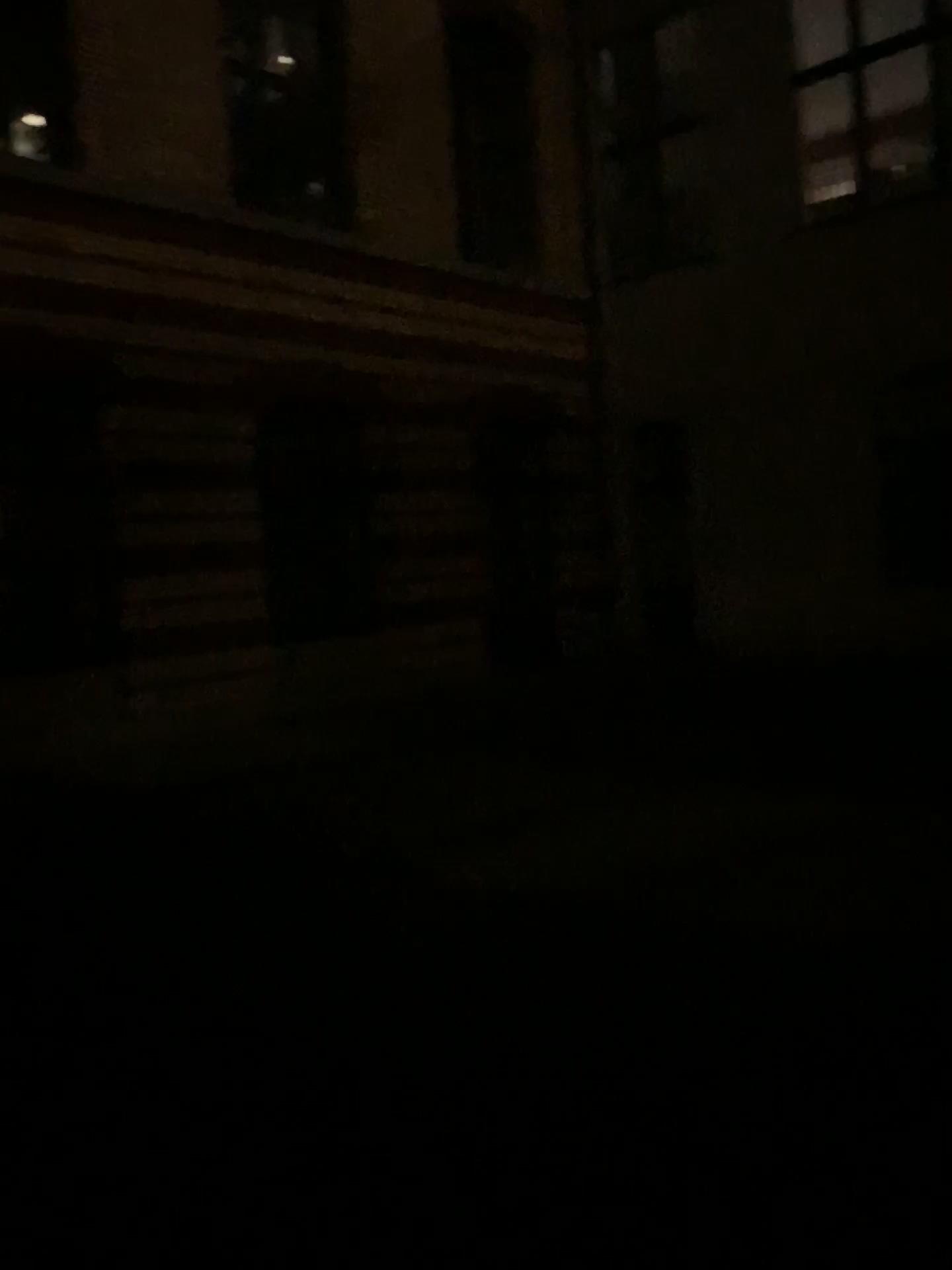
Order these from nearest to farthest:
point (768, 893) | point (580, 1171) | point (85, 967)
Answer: point (580, 1171), point (85, 967), point (768, 893)
